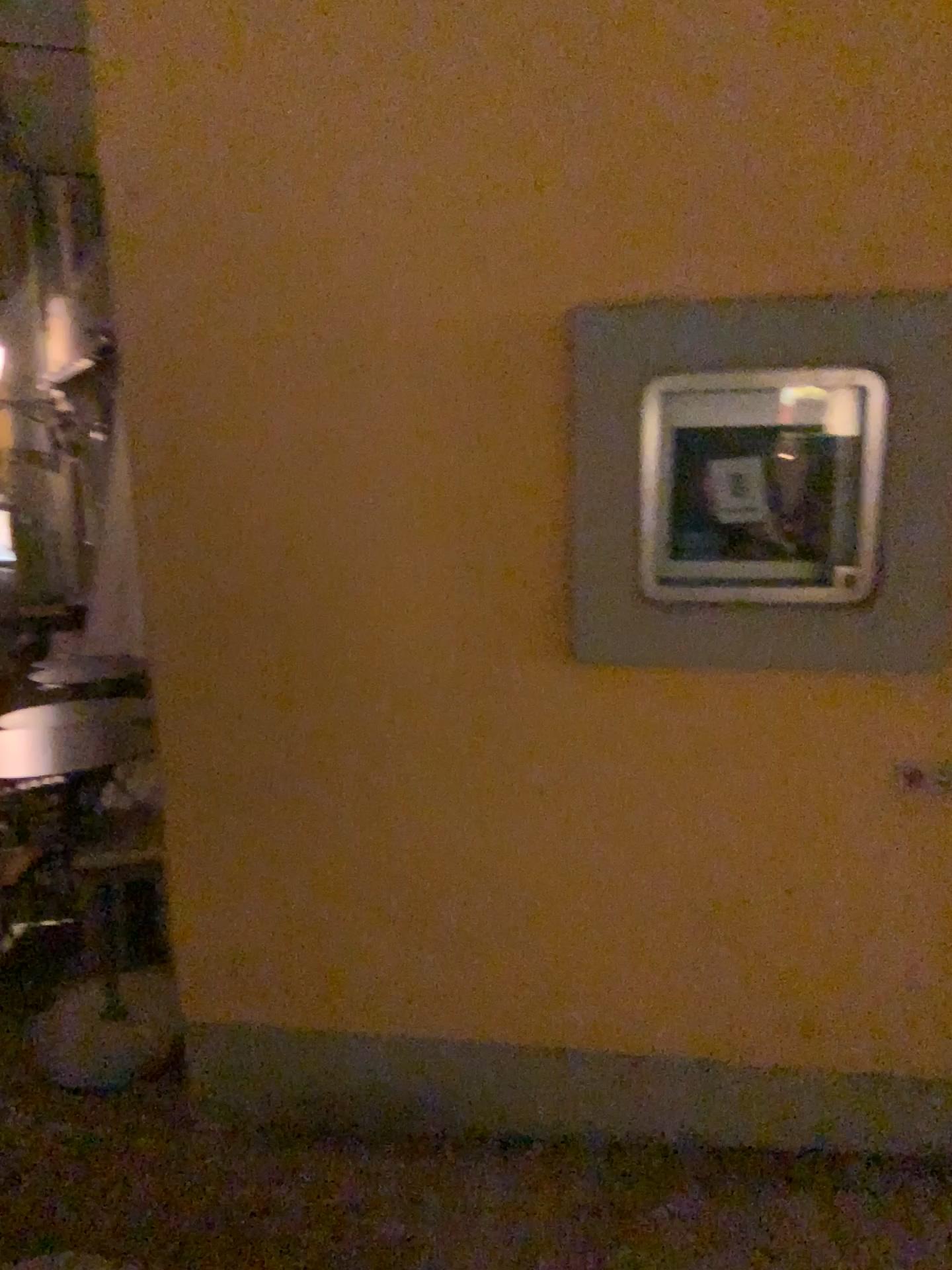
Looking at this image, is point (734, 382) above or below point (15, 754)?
above

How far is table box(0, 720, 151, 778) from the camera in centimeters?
387cm

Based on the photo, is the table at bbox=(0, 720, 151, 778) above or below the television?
below

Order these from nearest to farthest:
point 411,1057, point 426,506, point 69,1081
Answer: point 426,506, point 411,1057, point 69,1081

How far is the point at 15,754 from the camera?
3.87m

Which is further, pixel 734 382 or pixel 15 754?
pixel 15 754

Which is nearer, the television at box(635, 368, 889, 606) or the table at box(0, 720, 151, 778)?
the television at box(635, 368, 889, 606)
